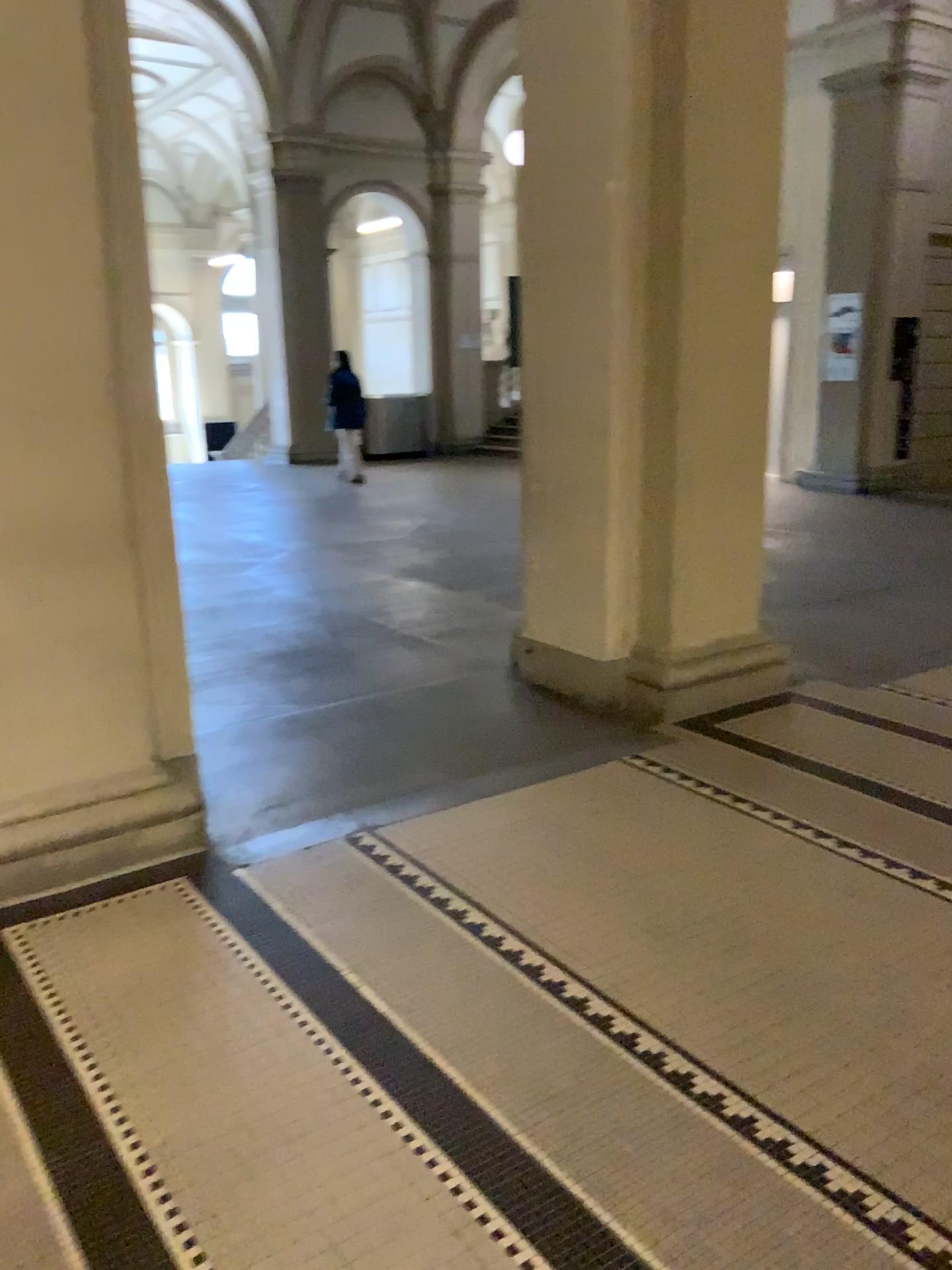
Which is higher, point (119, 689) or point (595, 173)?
point (595, 173)

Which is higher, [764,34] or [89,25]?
[764,34]

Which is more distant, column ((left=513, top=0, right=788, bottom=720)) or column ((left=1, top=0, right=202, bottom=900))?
column ((left=513, top=0, right=788, bottom=720))

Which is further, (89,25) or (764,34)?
(764,34)
